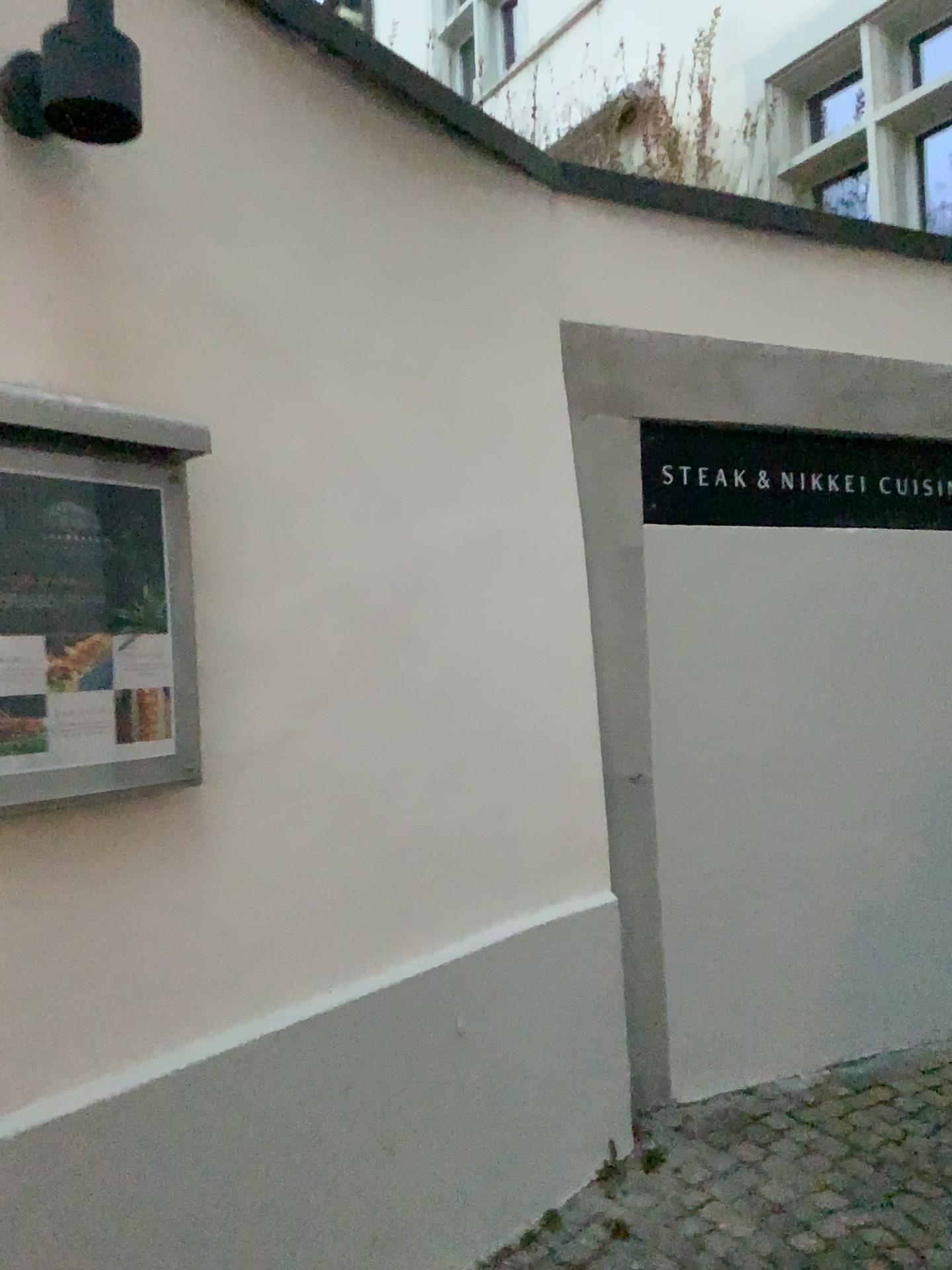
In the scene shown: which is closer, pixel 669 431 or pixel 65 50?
pixel 65 50

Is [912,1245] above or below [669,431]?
below

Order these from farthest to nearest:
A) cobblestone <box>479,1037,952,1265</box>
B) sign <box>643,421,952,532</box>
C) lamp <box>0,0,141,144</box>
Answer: sign <box>643,421,952,532</box>, cobblestone <box>479,1037,952,1265</box>, lamp <box>0,0,141,144</box>

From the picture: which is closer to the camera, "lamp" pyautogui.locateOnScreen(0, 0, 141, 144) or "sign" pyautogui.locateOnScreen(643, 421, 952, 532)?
"lamp" pyautogui.locateOnScreen(0, 0, 141, 144)

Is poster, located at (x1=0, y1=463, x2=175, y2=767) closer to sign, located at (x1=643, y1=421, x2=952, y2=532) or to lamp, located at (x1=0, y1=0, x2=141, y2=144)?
lamp, located at (x1=0, y1=0, x2=141, y2=144)

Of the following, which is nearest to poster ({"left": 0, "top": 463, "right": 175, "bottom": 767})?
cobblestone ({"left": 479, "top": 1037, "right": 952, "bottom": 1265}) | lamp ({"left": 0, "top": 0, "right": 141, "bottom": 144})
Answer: lamp ({"left": 0, "top": 0, "right": 141, "bottom": 144})

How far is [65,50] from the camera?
1.4m

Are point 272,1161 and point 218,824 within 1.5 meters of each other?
yes

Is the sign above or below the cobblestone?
above

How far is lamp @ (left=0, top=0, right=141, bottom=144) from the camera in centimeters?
139cm
